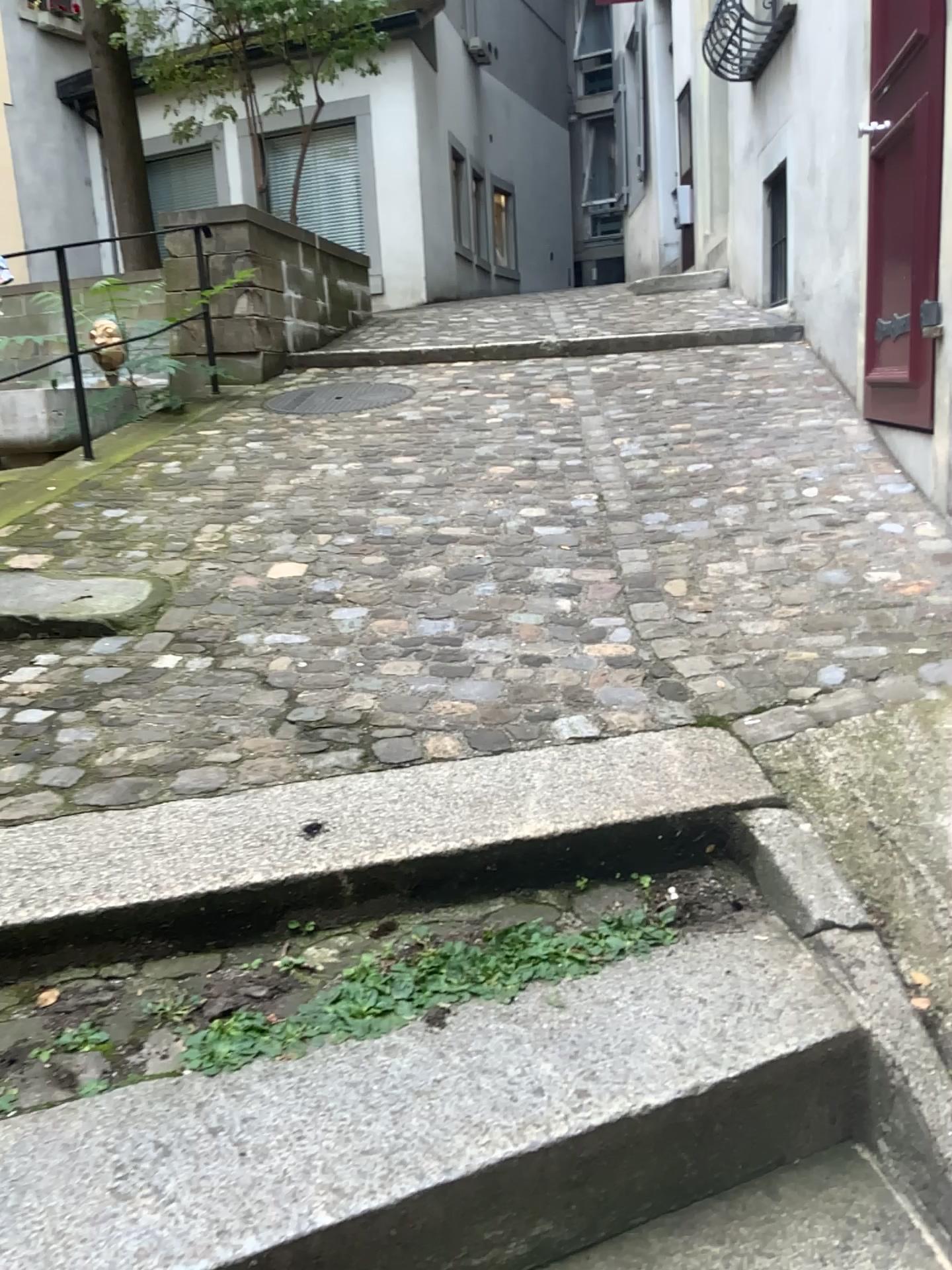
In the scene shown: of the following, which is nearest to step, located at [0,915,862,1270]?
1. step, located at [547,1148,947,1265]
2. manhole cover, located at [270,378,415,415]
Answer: step, located at [547,1148,947,1265]

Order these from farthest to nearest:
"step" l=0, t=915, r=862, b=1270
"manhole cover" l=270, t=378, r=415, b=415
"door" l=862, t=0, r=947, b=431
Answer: "manhole cover" l=270, t=378, r=415, b=415 < "door" l=862, t=0, r=947, b=431 < "step" l=0, t=915, r=862, b=1270

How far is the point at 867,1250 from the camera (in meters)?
1.22

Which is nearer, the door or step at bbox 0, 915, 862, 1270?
step at bbox 0, 915, 862, 1270

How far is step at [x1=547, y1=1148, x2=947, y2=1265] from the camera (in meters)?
1.22

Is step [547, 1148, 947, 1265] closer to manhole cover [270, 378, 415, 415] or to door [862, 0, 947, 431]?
door [862, 0, 947, 431]

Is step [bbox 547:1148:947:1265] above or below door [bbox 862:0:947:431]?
below

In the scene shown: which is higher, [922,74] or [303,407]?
[922,74]

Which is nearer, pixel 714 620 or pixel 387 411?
pixel 714 620

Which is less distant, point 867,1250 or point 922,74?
point 867,1250
